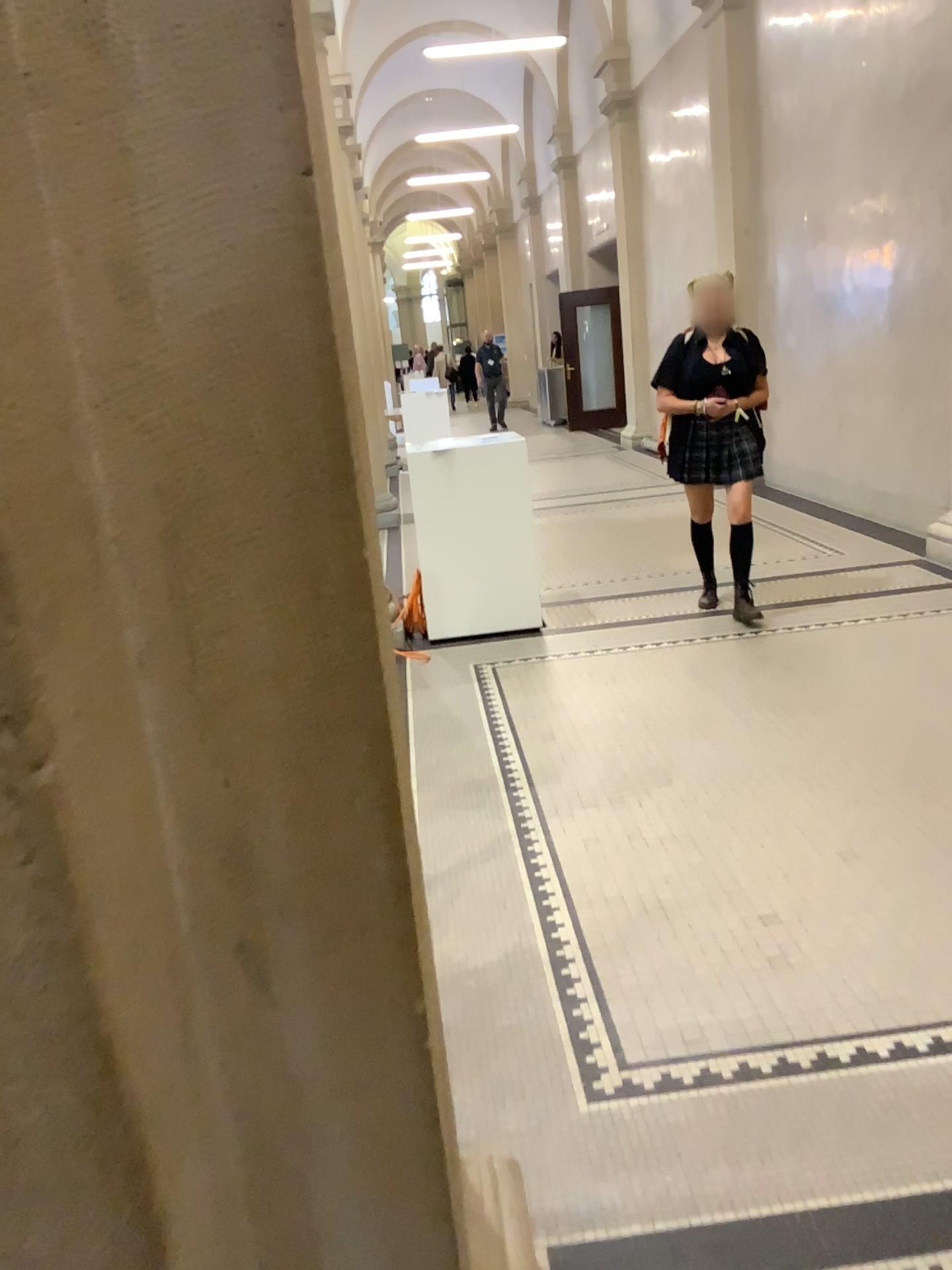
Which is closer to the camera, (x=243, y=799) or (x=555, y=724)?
(x=243, y=799)

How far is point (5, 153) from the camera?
0.65m

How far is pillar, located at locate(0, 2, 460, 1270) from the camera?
0.65m
